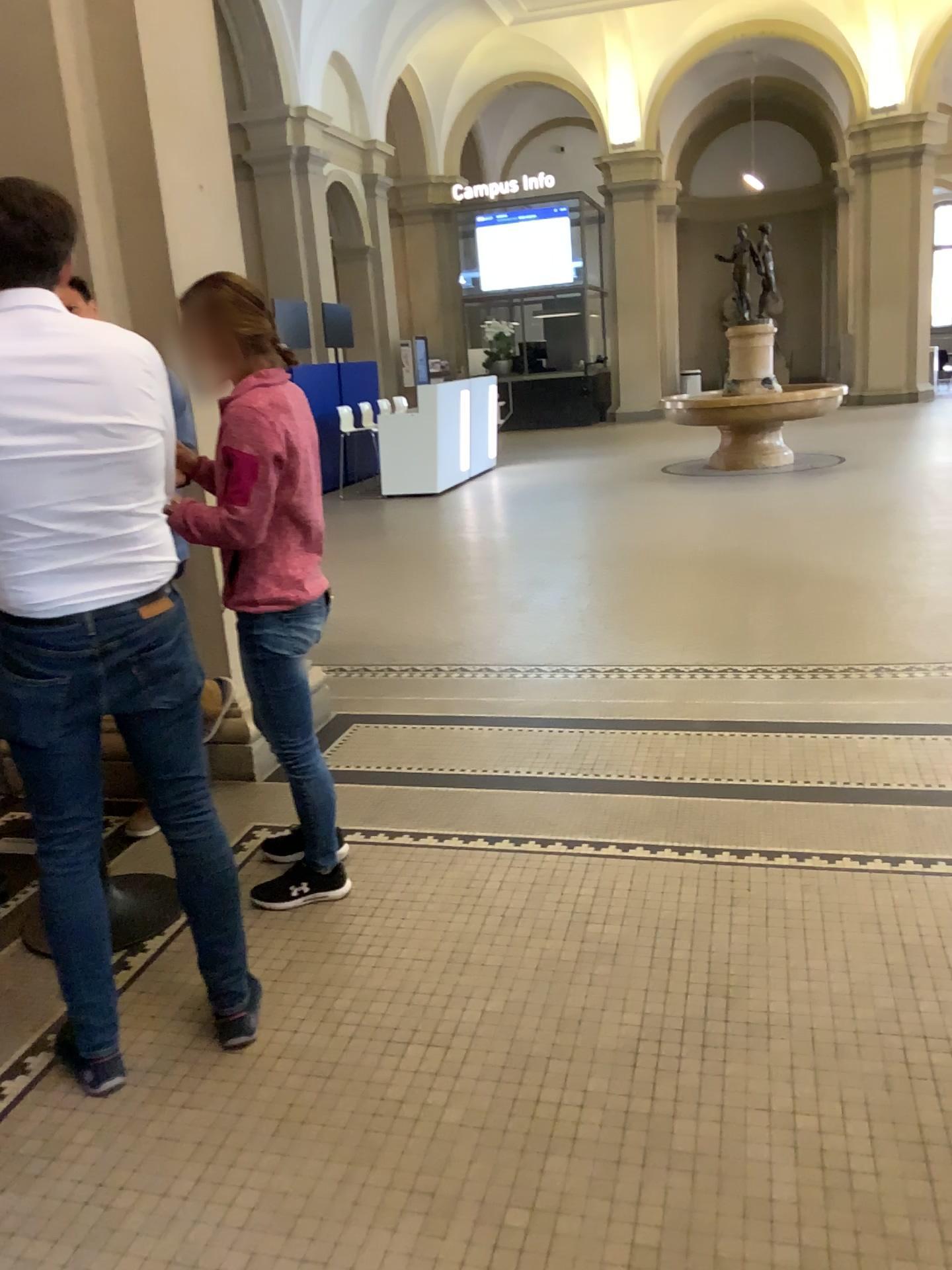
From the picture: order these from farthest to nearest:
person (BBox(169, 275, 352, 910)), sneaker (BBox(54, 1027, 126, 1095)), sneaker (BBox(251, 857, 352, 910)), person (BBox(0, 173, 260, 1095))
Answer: sneaker (BBox(251, 857, 352, 910)) → person (BBox(169, 275, 352, 910)) → sneaker (BBox(54, 1027, 126, 1095)) → person (BBox(0, 173, 260, 1095))

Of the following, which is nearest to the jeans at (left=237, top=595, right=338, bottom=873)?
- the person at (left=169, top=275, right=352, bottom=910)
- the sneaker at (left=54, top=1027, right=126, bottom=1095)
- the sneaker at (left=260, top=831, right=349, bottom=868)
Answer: the person at (left=169, top=275, right=352, bottom=910)

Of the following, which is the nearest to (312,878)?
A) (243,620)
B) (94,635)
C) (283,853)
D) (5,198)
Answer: (283,853)

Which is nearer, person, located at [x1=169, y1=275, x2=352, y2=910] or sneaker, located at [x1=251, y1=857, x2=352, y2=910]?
person, located at [x1=169, y1=275, x2=352, y2=910]

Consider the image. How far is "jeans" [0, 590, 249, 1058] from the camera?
2.05m

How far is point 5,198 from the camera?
1.9 meters

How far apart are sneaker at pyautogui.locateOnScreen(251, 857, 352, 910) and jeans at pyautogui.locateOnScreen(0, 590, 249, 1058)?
0.5 meters

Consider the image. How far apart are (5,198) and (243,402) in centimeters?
66cm

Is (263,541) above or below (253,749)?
above

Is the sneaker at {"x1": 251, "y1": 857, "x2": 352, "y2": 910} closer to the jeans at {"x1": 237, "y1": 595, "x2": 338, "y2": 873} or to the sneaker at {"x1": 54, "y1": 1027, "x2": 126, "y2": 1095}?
the jeans at {"x1": 237, "y1": 595, "x2": 338, "y2": 873}
